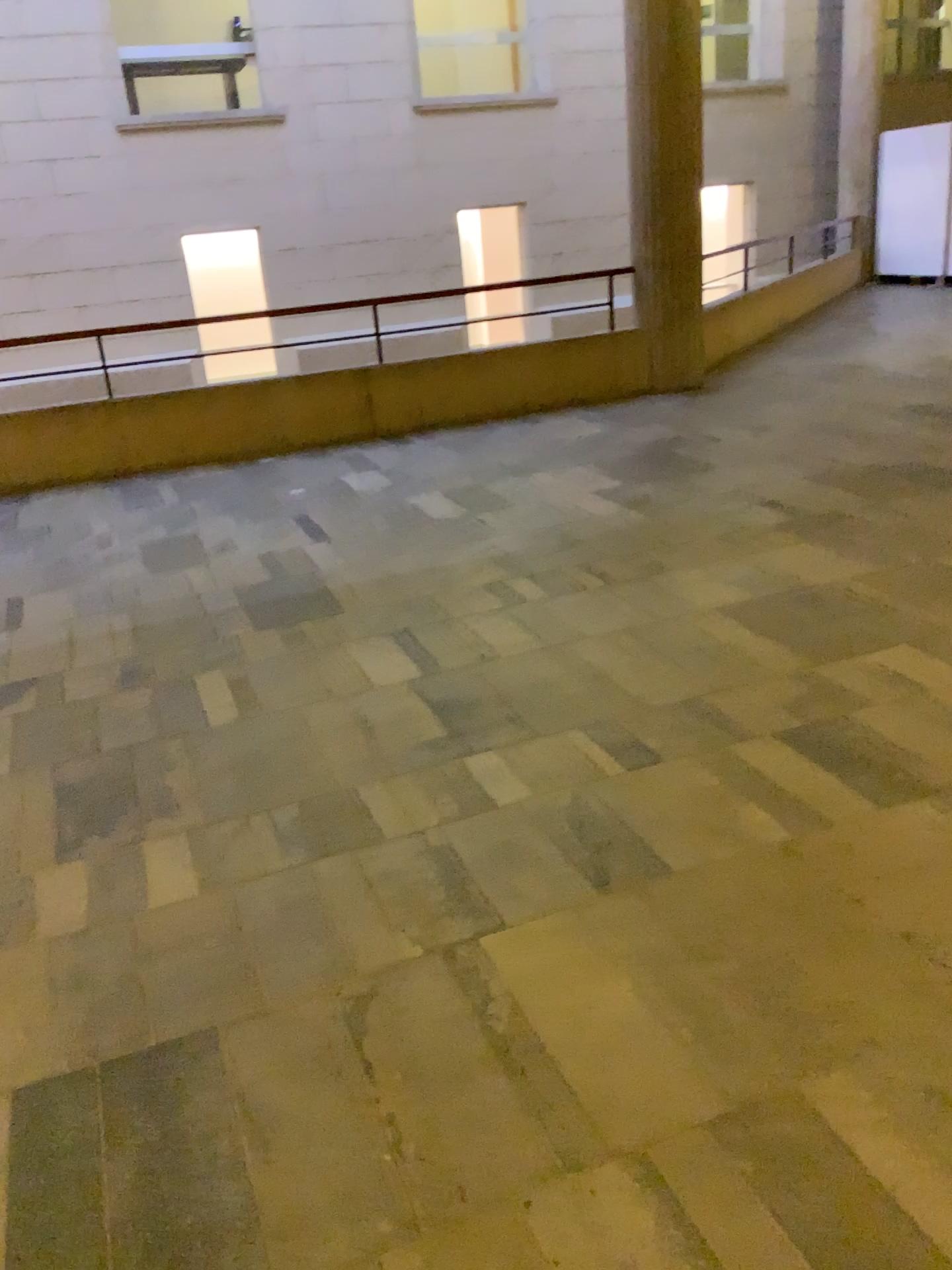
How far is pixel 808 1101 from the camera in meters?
1.7 m
